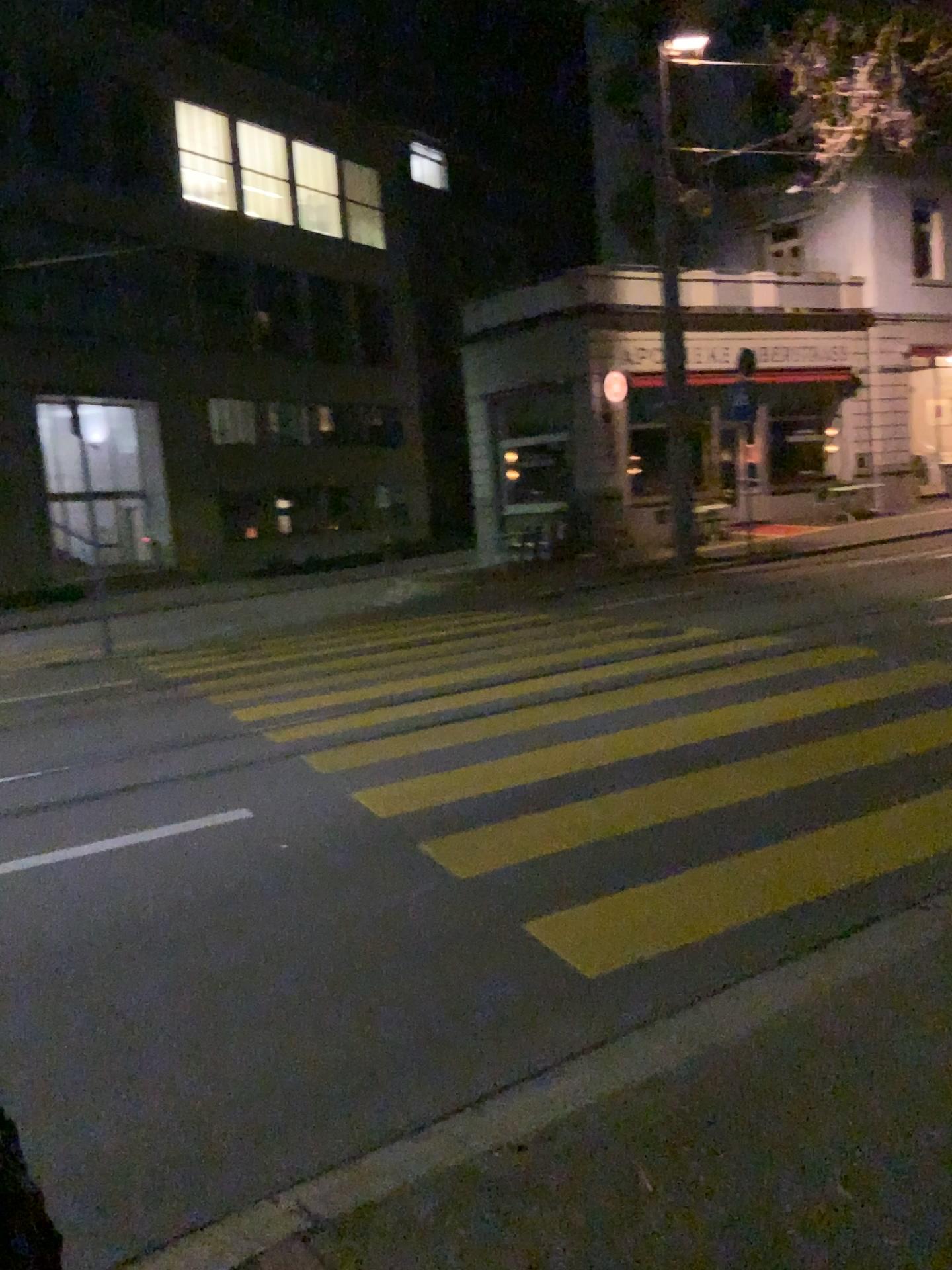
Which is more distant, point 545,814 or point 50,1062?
point 545,814
